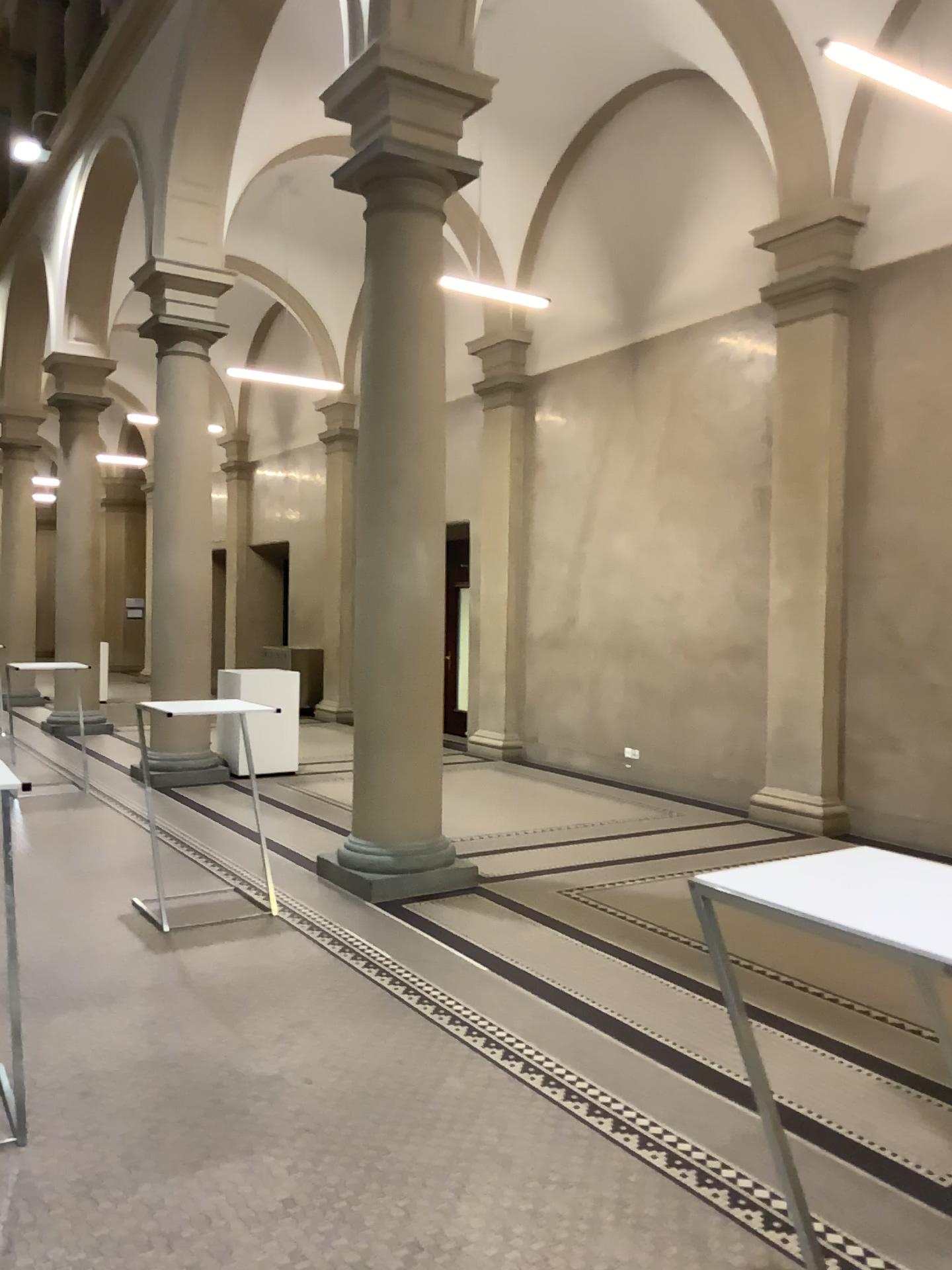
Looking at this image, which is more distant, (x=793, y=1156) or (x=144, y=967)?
(x=144, y=967)
